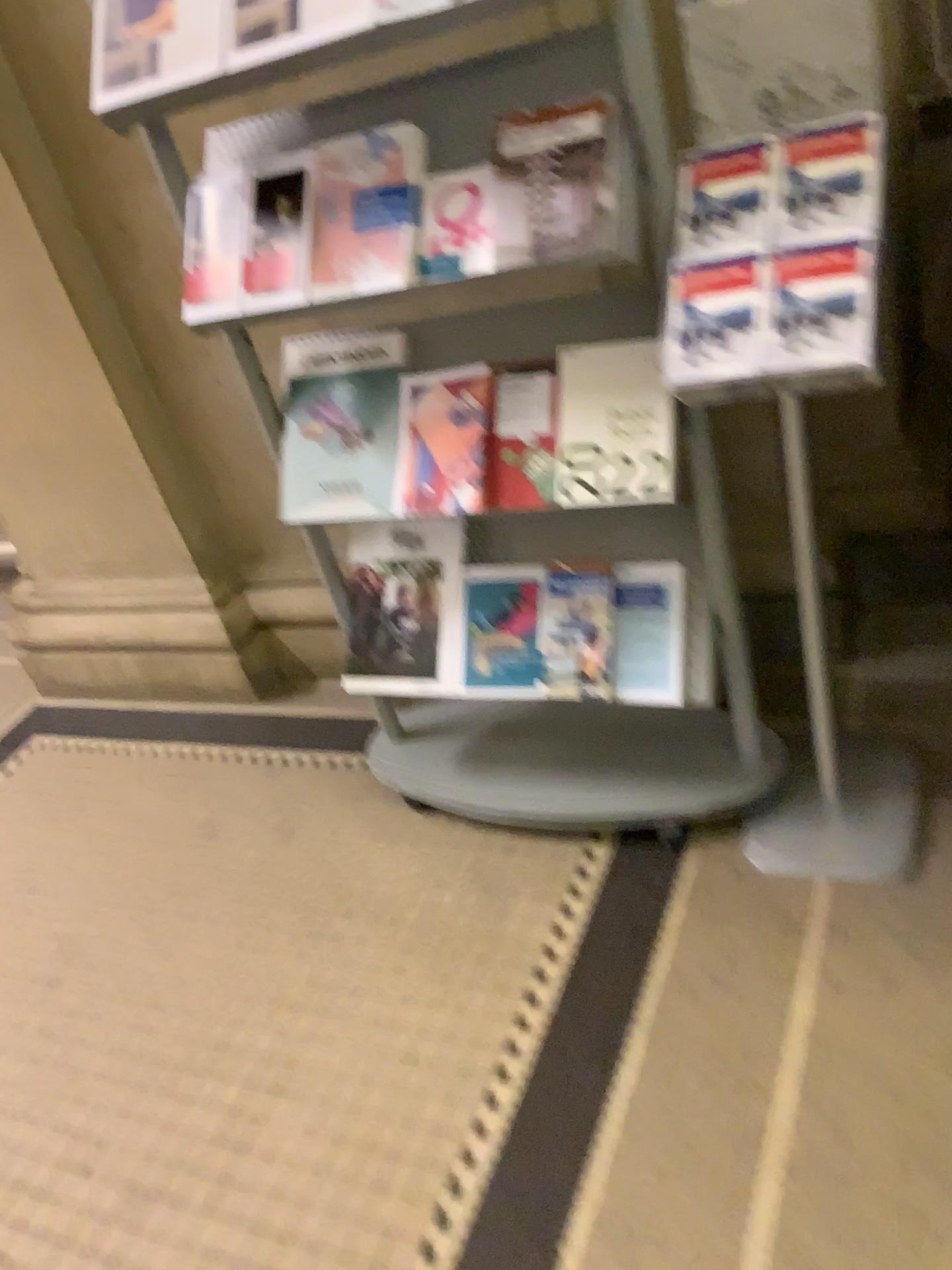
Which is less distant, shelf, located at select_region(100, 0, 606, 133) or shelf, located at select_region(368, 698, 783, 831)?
shelf, located at select_region(100, 0, 606, 133)

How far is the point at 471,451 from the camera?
1.48m

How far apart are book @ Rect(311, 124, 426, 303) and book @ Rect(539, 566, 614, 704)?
0.5m

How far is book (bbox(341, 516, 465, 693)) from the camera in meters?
1.7 m

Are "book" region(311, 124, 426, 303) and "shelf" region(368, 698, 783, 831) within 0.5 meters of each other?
no

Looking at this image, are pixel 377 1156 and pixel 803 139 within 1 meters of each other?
no

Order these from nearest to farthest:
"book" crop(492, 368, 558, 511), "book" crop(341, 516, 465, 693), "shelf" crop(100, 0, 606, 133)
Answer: "shelf" crop(100, 0, 606, 133), "book" crop(492, 368, 558, 511), "book" crop(341, 516, 465, 693)

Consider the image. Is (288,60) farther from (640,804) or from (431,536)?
(640,804)

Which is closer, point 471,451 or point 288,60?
point 288,60

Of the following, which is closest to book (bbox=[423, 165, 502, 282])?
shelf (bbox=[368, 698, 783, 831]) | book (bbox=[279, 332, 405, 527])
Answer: book (bbox=[279, 332, 405, 527])
